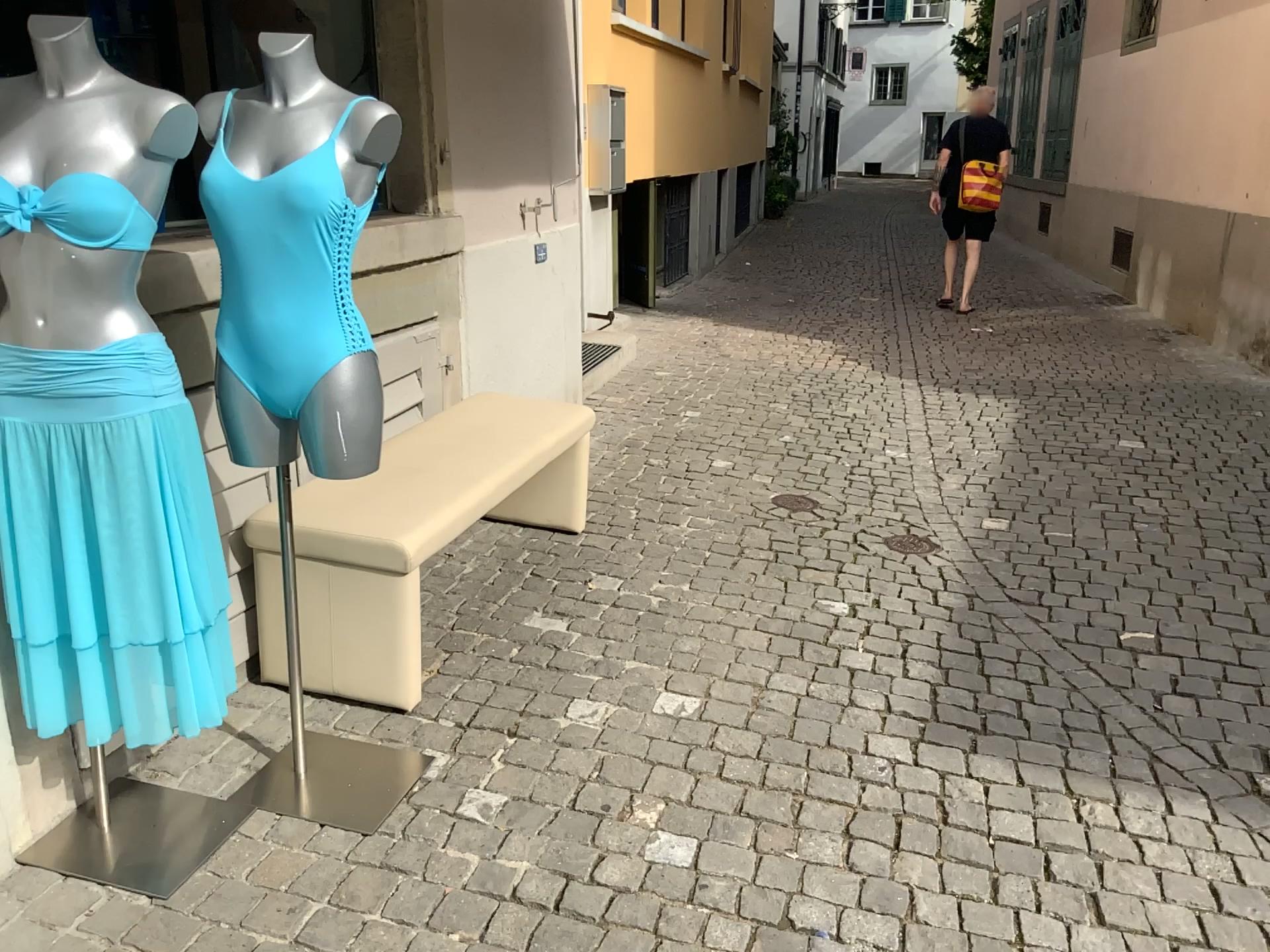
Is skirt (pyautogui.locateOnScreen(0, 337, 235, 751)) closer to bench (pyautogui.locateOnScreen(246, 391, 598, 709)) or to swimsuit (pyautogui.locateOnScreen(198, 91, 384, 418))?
swimsuit (pyautogui.locateOnScreen(198, 91, 384, 418))

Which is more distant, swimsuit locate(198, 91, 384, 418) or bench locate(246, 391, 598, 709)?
bench locate(246, 391, 598, 709)

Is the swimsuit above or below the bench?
above

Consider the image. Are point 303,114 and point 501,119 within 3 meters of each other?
yes

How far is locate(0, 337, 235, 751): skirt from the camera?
1.8m

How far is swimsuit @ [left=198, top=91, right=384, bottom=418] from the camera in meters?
1.9 m

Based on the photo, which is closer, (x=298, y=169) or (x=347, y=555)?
(x=298, y=169)

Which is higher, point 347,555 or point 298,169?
point 298,169

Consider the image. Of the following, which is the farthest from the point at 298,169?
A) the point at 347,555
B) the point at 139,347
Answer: the point at 347,555

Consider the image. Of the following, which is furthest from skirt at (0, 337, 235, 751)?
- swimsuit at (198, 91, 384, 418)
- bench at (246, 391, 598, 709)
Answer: bench at (246, 391, 598, 709)
